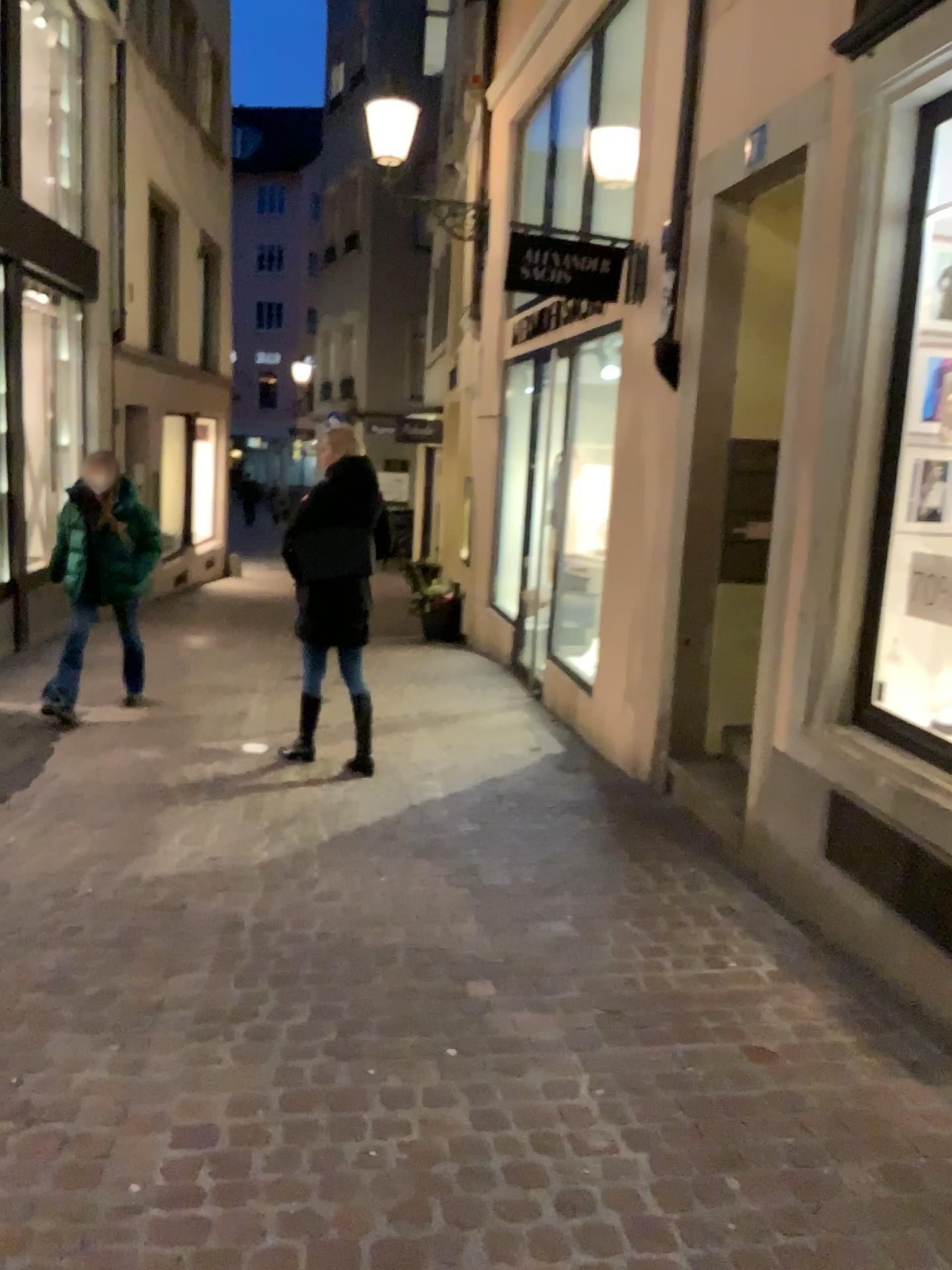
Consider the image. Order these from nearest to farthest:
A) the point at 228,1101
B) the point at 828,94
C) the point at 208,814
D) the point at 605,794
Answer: the point at 228,1101 < the point at 828,94 < the point at 208,814 < the point at 605,794
